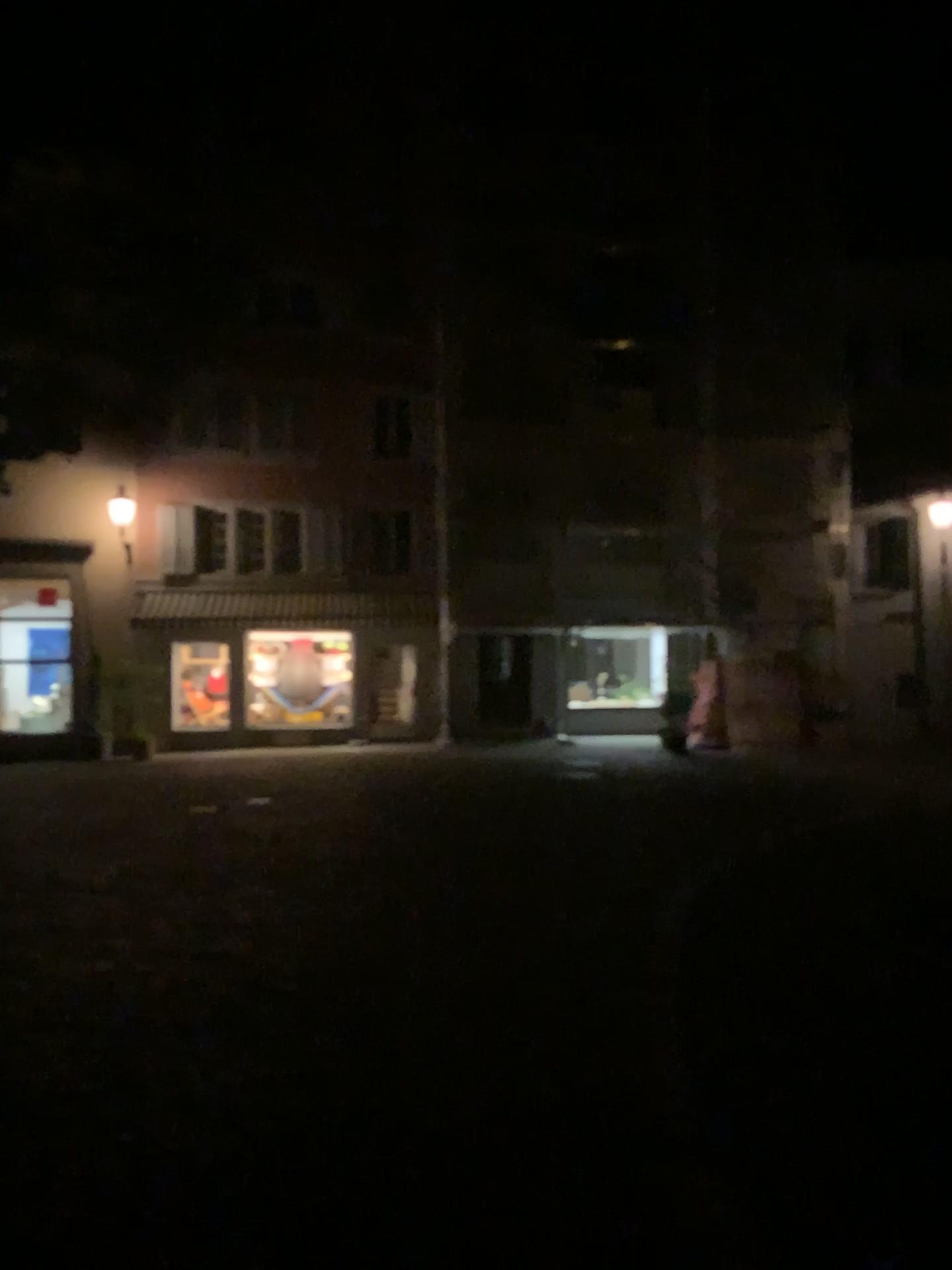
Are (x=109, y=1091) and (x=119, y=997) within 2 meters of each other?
yes
